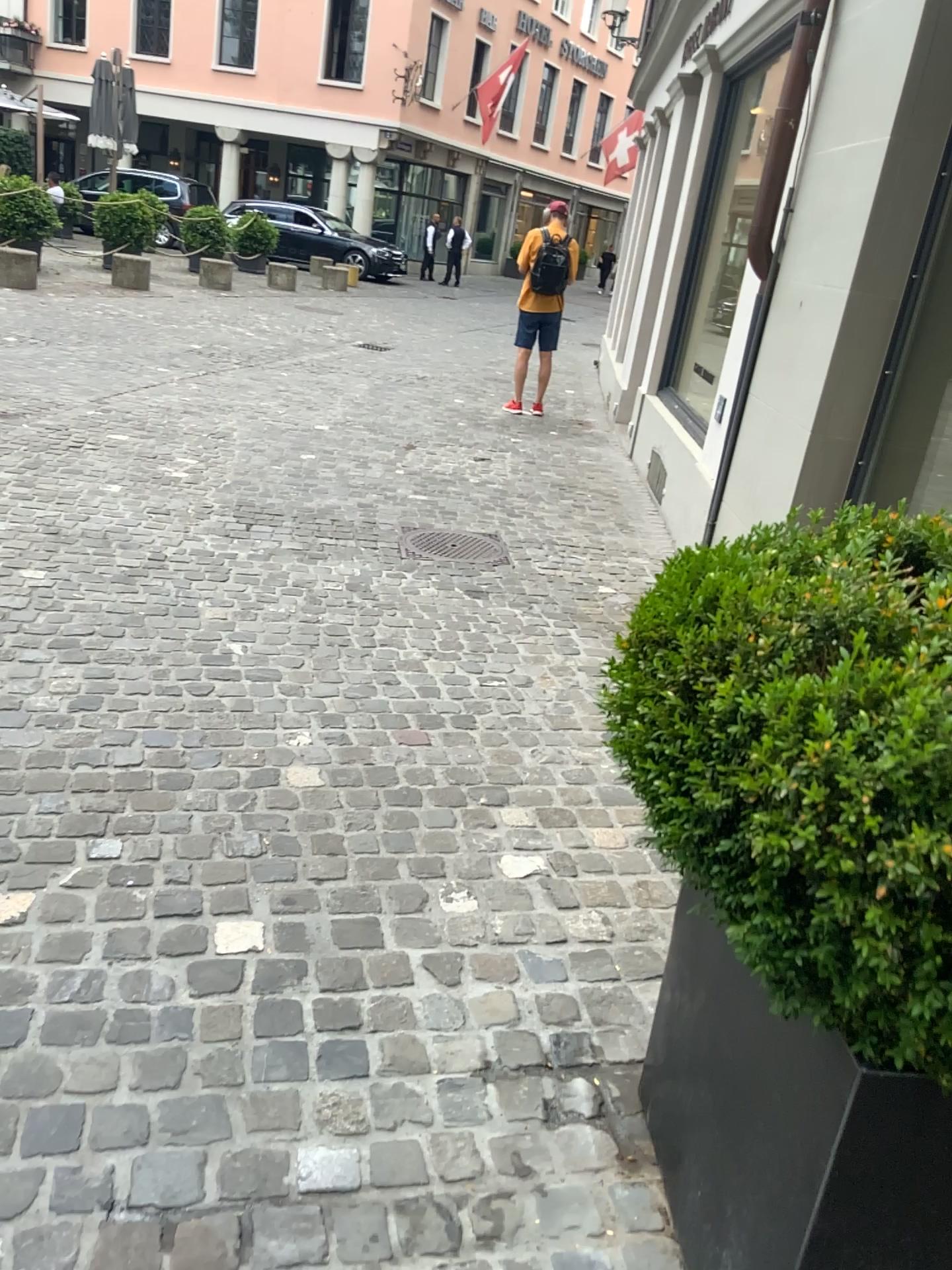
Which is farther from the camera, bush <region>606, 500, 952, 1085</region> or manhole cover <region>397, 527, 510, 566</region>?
manhole cover <region>397, 527, 510, 566</region>

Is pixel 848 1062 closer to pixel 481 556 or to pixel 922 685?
pixel 922 685

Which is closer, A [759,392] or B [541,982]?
B [541,982]

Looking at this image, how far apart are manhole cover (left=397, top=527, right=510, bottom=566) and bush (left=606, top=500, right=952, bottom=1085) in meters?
3.4 m

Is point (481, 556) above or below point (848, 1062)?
below

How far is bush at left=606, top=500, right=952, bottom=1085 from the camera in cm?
94

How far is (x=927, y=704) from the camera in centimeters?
94cm

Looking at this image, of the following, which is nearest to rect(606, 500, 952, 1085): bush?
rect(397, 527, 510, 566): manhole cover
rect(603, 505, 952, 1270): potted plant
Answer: rect(603, 505, 952, 1270): potted plant

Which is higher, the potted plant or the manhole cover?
the potted plant

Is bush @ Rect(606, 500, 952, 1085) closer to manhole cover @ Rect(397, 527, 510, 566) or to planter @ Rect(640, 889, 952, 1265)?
planter @ Rect(640, 889, 952, 1265)
